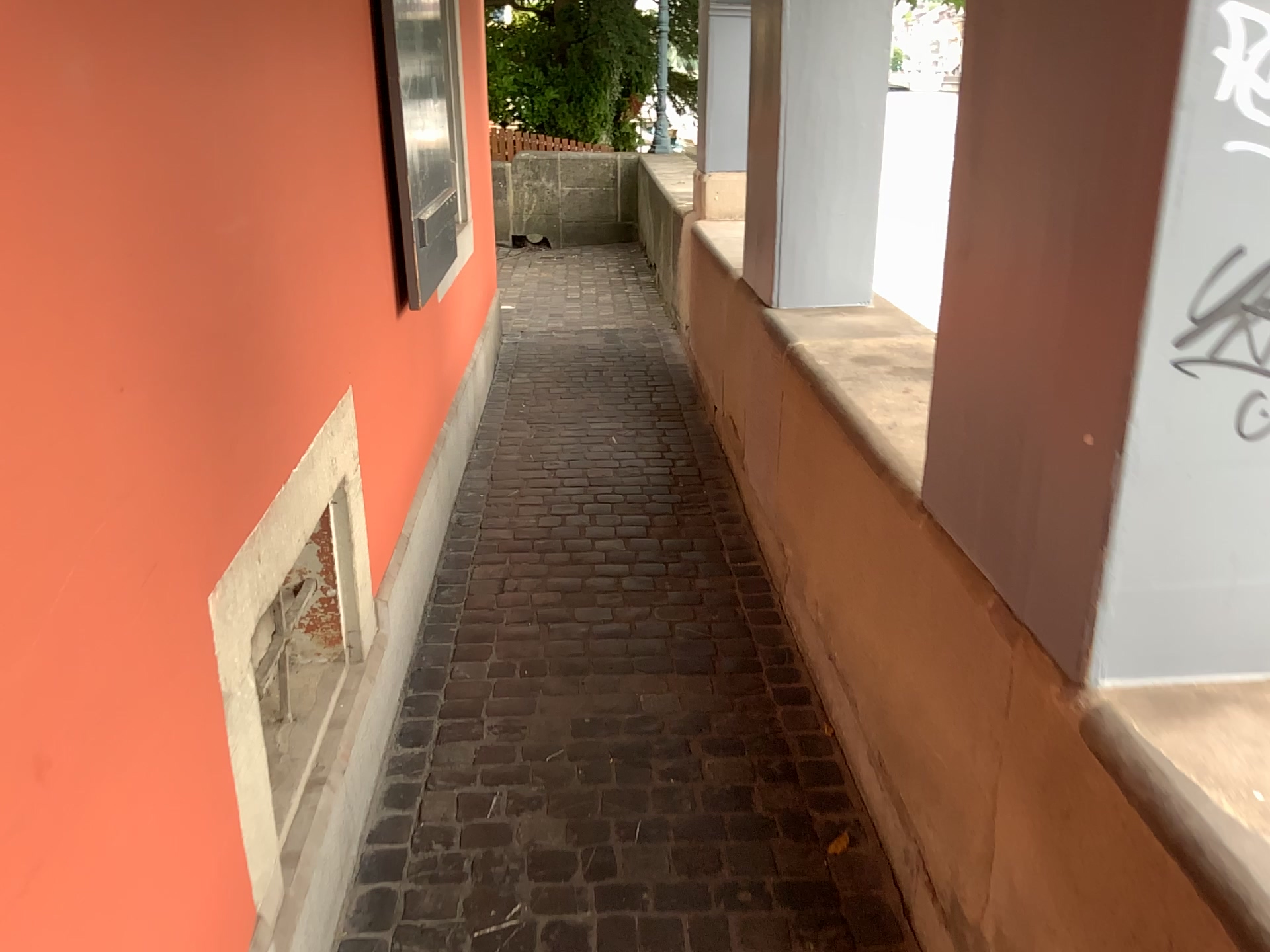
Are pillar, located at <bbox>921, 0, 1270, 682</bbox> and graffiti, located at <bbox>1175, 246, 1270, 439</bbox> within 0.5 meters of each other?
yes

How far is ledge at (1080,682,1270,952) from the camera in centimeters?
95cm

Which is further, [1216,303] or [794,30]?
[794,30]

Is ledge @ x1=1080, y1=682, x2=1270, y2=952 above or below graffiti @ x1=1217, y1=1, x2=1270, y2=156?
below

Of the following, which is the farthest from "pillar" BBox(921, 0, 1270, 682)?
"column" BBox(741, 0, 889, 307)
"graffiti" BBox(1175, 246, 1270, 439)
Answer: "column" BBox(741, 0, 889, 307)

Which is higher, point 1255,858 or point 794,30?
point 794,30

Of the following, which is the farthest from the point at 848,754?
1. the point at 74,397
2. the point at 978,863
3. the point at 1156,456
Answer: the point at 74,397

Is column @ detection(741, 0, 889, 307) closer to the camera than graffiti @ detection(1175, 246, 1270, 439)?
No

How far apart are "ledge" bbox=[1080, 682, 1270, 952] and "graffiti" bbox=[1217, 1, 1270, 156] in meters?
0.6

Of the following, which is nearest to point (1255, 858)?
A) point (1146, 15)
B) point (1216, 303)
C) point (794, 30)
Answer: point (1216, 303)
